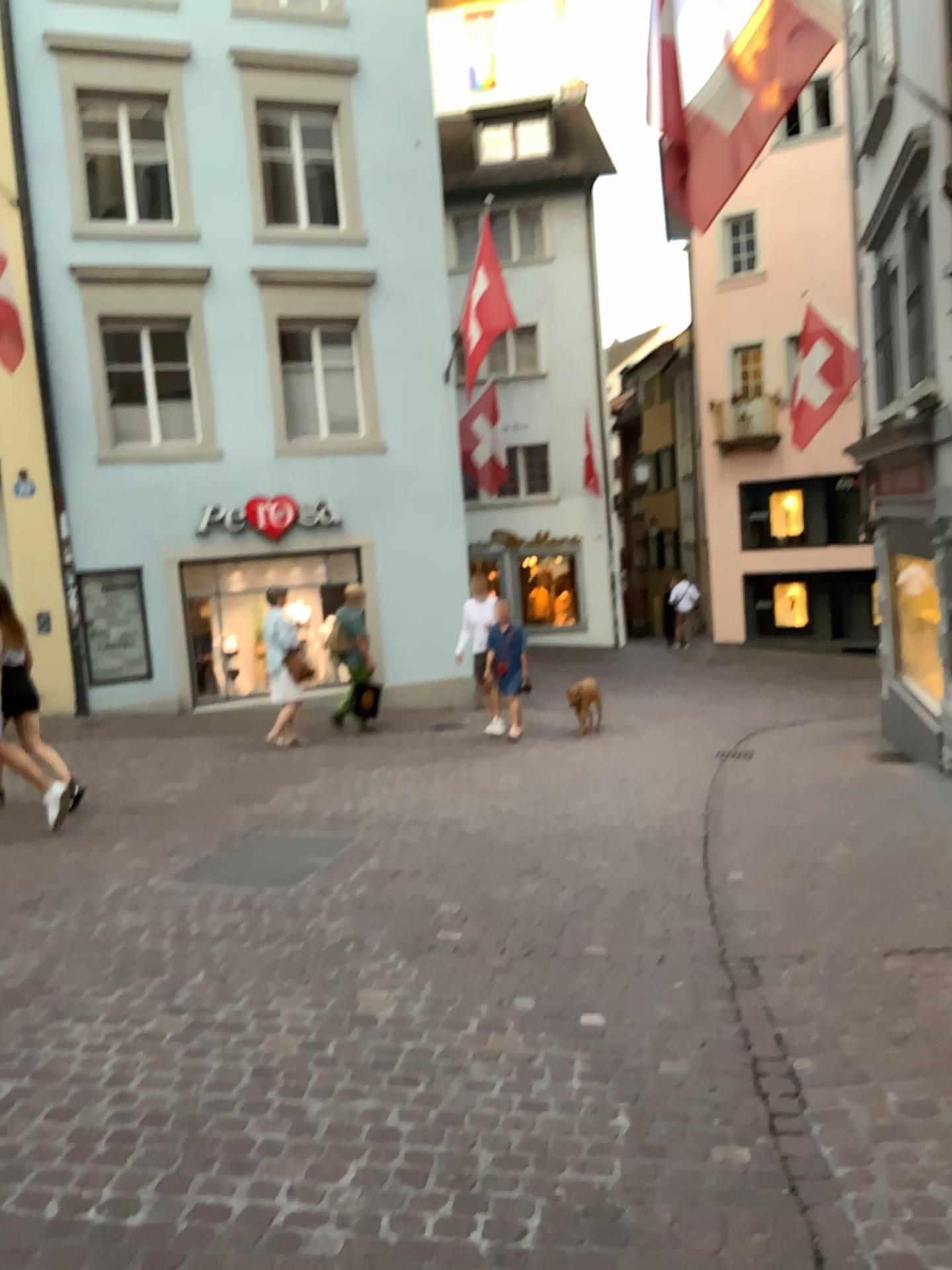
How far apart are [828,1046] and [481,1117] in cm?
→ 110
